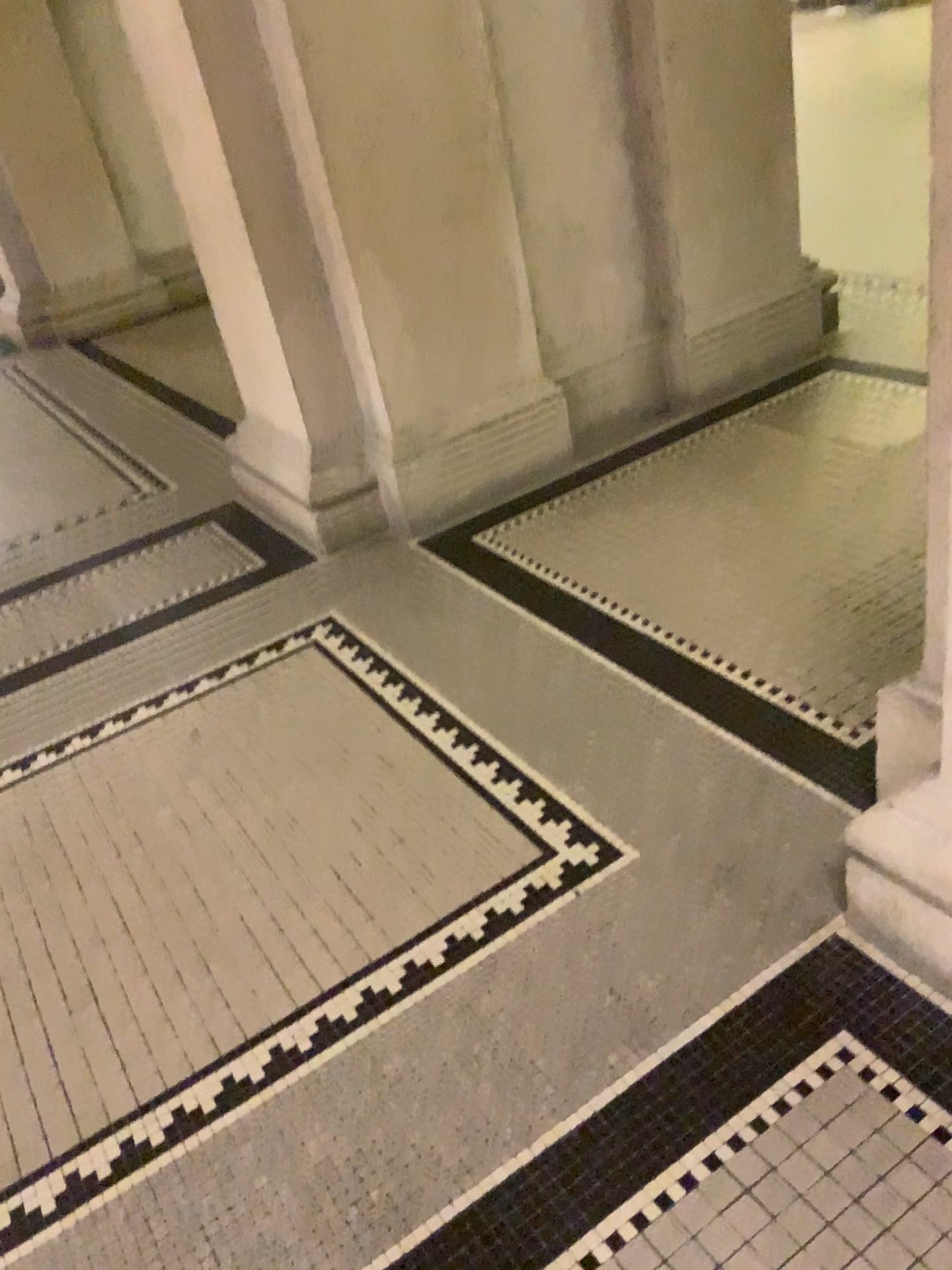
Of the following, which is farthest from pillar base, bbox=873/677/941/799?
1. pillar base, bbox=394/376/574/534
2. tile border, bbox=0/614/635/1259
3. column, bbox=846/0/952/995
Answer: pillar base, bbox=394/376/574/534

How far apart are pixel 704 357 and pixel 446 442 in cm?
99

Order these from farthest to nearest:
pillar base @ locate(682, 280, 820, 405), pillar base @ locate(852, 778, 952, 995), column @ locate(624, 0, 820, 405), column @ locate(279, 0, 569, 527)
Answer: pillar base @ locate(682, 280, 820, 405) < column @ locate(624, 0, 820, 405) < column @ locate(279, 0, 569, 527) < pillar base @ locate(852, 778, 952, 995)

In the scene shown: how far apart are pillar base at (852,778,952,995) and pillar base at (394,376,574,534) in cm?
183

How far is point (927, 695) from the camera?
1.56m

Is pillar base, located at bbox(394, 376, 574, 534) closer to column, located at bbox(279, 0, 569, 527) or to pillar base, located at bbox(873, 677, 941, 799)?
column, located at bbox(279, 0, 569, 527)

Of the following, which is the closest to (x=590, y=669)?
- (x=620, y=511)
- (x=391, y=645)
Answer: (x=391, y=645)

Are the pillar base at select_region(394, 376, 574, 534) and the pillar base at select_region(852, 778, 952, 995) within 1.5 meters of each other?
no

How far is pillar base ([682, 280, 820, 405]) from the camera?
3.47m

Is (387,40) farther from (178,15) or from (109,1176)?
(109,1176)
